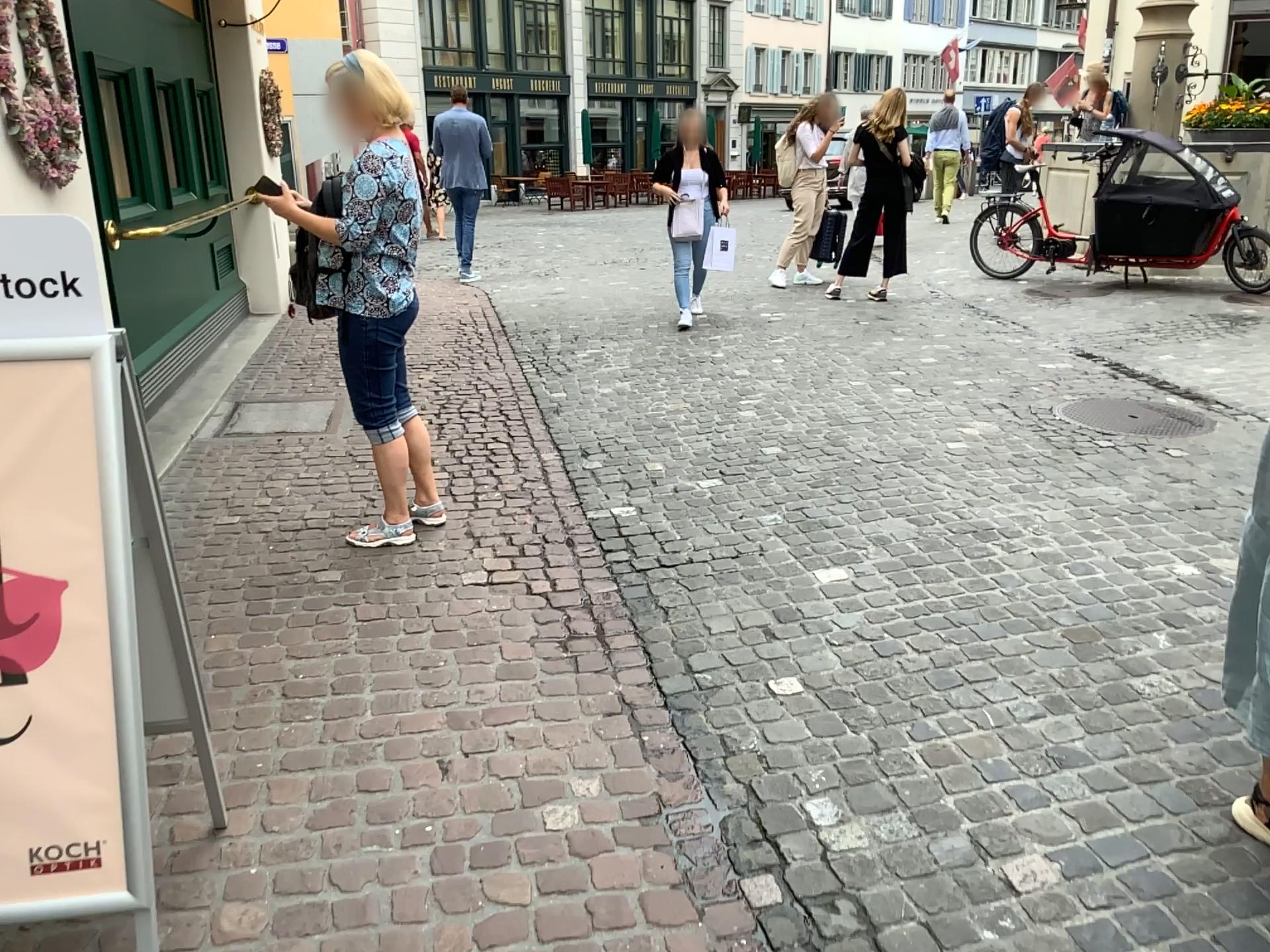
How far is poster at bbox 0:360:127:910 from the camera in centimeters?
160cm

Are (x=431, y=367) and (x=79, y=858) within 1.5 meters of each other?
no

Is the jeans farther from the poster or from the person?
the poster

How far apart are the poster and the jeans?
2.03m

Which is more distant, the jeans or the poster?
the jeans

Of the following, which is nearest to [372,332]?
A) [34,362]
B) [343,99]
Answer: [343,99]

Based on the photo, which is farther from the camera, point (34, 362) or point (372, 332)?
point (372, 332)

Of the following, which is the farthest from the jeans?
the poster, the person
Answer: the poster

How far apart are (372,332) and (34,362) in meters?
2.1

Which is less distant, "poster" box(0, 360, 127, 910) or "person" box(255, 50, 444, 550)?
"poster" box(0, 360, 127, 910)
